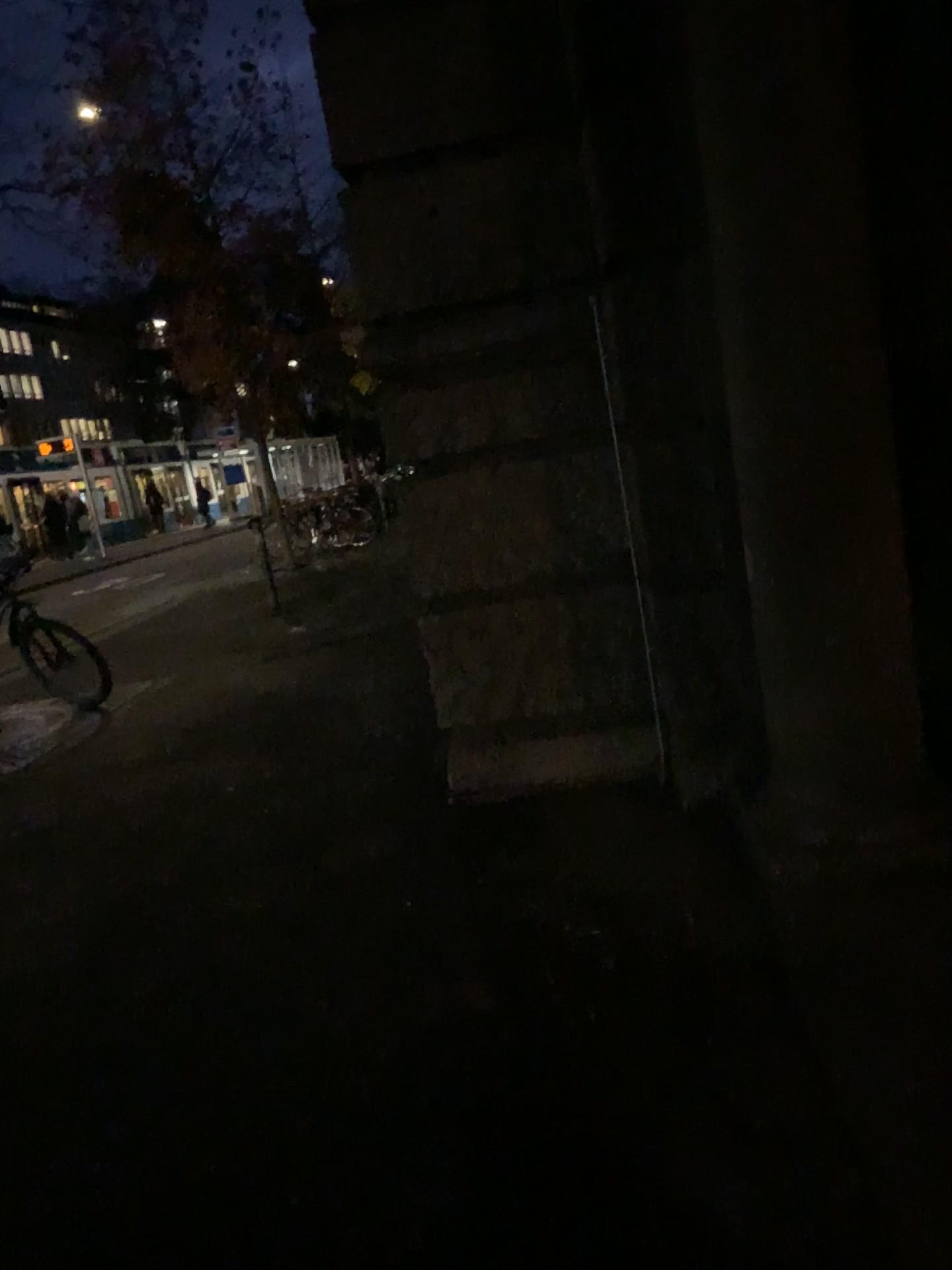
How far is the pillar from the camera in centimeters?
257cm

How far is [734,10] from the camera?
2.6m

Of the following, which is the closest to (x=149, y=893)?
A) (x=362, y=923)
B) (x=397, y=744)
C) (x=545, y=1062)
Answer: (x=362, y=923)
